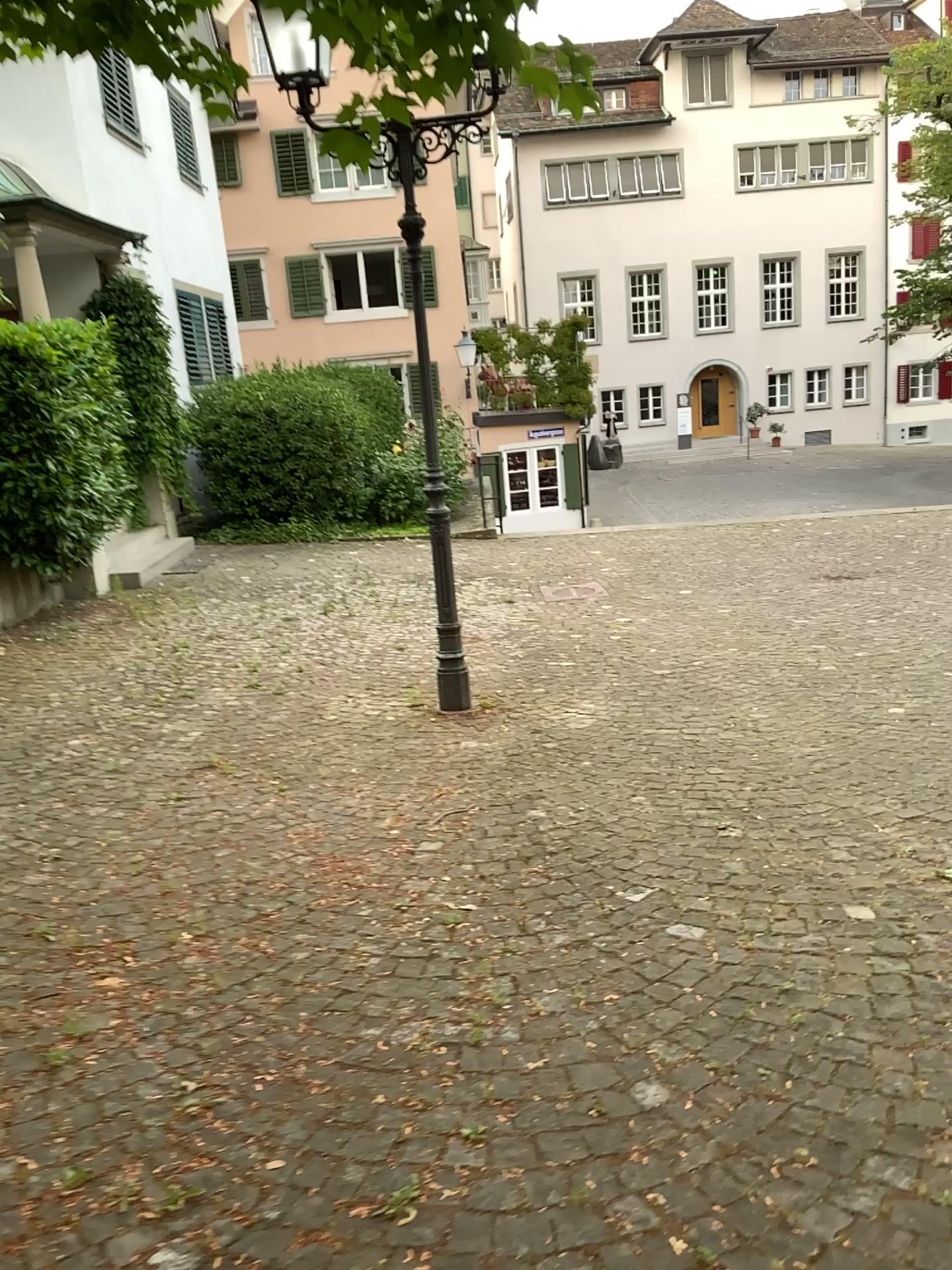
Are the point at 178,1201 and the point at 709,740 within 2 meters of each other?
no
